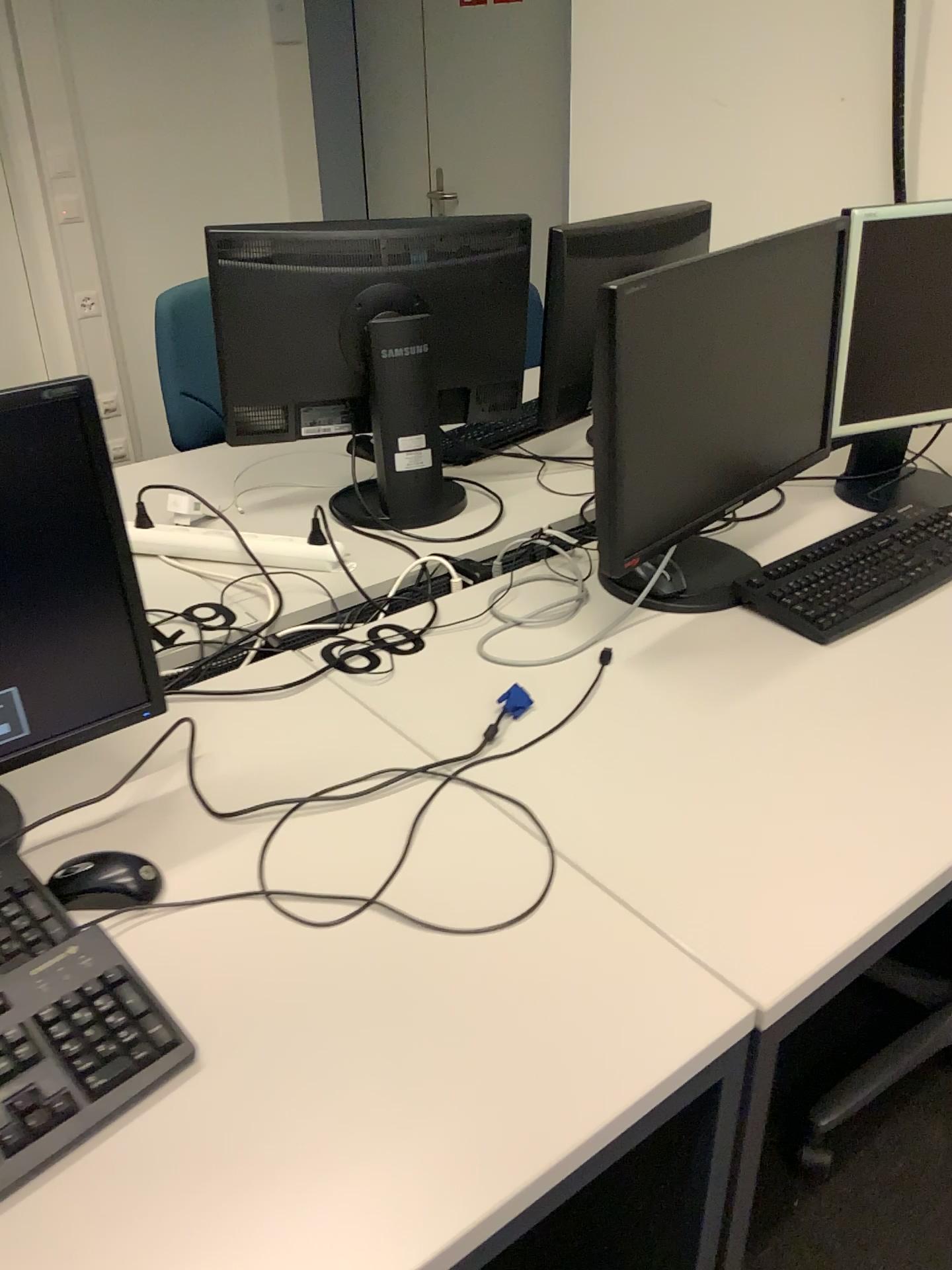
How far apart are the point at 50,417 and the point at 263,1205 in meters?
0.7 m

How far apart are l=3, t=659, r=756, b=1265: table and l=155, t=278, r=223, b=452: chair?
1.13m

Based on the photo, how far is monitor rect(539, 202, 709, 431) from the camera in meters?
1.9

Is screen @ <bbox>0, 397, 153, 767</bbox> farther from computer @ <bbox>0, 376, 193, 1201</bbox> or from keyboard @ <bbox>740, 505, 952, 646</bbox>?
keyboard @ <bbox>740, 505, 952, 646</bbox>

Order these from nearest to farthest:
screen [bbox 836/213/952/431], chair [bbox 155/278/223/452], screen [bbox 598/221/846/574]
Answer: screen [bbox 598/221/846/574]
screen [bbox 836/213/952/431]
chair [bbox 155/278/223/452]

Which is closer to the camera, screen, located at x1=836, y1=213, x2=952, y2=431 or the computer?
the computer

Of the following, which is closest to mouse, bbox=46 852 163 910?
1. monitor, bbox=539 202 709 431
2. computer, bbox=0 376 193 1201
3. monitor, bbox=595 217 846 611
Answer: computer, bbox=0 376 193 1201

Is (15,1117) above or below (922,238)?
below

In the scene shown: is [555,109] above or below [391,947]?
above

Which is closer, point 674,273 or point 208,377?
point 674,273
